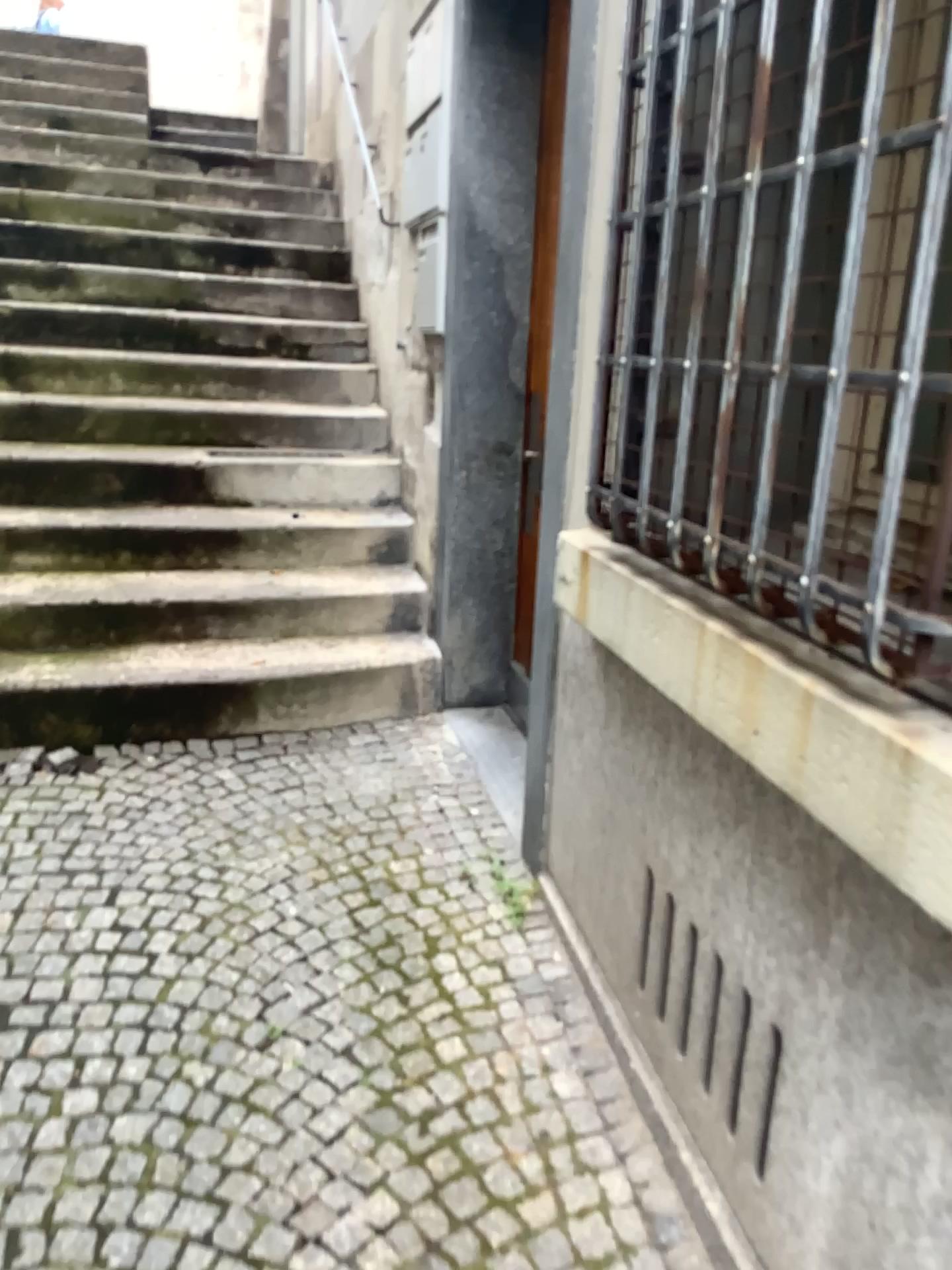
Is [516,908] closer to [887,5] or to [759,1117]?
[759,1117]

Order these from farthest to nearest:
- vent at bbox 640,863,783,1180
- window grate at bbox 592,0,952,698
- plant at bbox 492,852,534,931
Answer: plant at bbox 492,852,534,931 → vent at bbox 640,863,783,1180 → window grate at bbox 592,0,952,698

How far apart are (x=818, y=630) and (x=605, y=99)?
1.1 meters

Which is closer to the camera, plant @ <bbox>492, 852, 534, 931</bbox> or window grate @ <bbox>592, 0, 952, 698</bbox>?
window grate @ <bbox>592, 0, 952, 698</bbox>

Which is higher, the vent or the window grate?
the window grate

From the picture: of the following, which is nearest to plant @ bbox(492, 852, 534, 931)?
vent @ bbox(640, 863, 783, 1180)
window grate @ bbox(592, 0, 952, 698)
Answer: vent @ bbox(640, 863, 783, 1180)

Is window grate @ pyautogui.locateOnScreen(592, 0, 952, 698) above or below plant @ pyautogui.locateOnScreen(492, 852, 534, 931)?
above

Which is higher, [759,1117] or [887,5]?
[887,5]

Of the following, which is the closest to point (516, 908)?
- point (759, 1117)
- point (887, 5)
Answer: point (759, 1117)

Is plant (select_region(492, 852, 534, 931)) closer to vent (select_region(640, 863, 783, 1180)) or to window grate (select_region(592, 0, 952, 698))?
vent (select_region(640, 863, 783, 1180))
